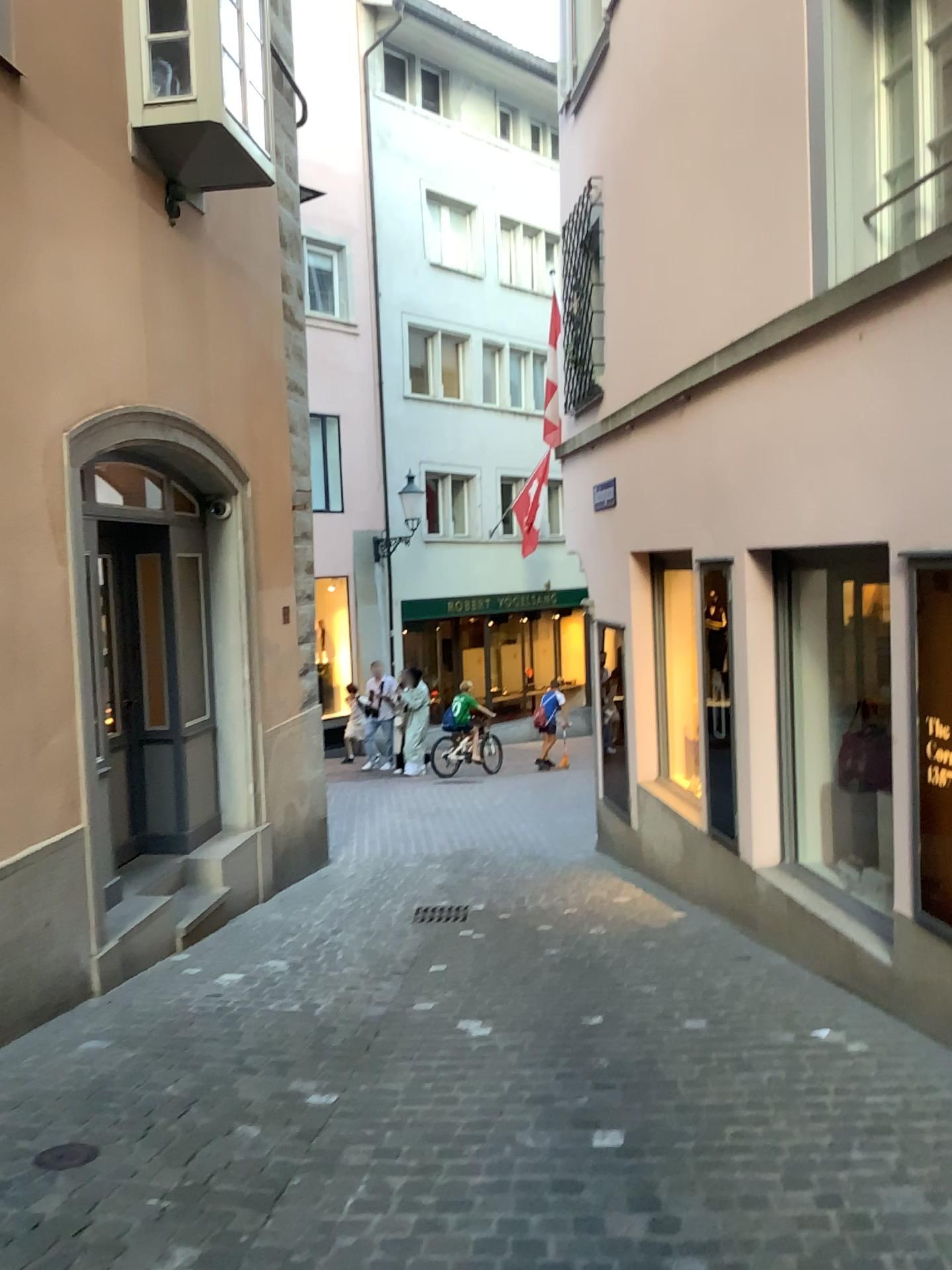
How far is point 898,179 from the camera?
4.3 meters
